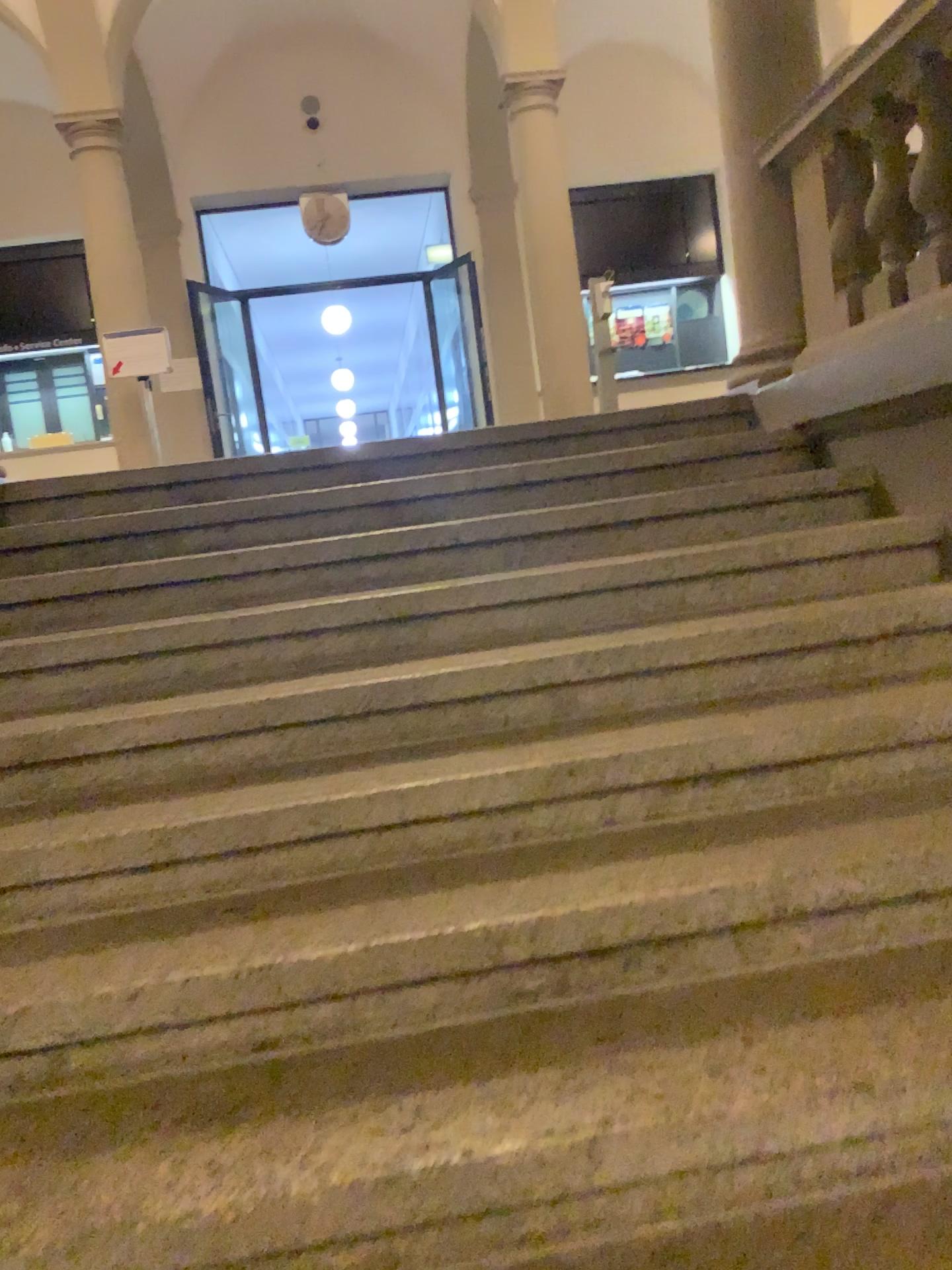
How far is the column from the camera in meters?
3.9 m

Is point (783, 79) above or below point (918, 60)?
above

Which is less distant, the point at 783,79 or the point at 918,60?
the point at 918,60

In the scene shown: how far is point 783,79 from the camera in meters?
3.9

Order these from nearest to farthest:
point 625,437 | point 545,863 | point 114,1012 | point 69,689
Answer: point 114,1012, point 545,863, point 69,689, point 625,437

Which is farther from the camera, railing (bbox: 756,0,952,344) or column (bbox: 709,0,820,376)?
column (bbox: 709,0,820,376)
